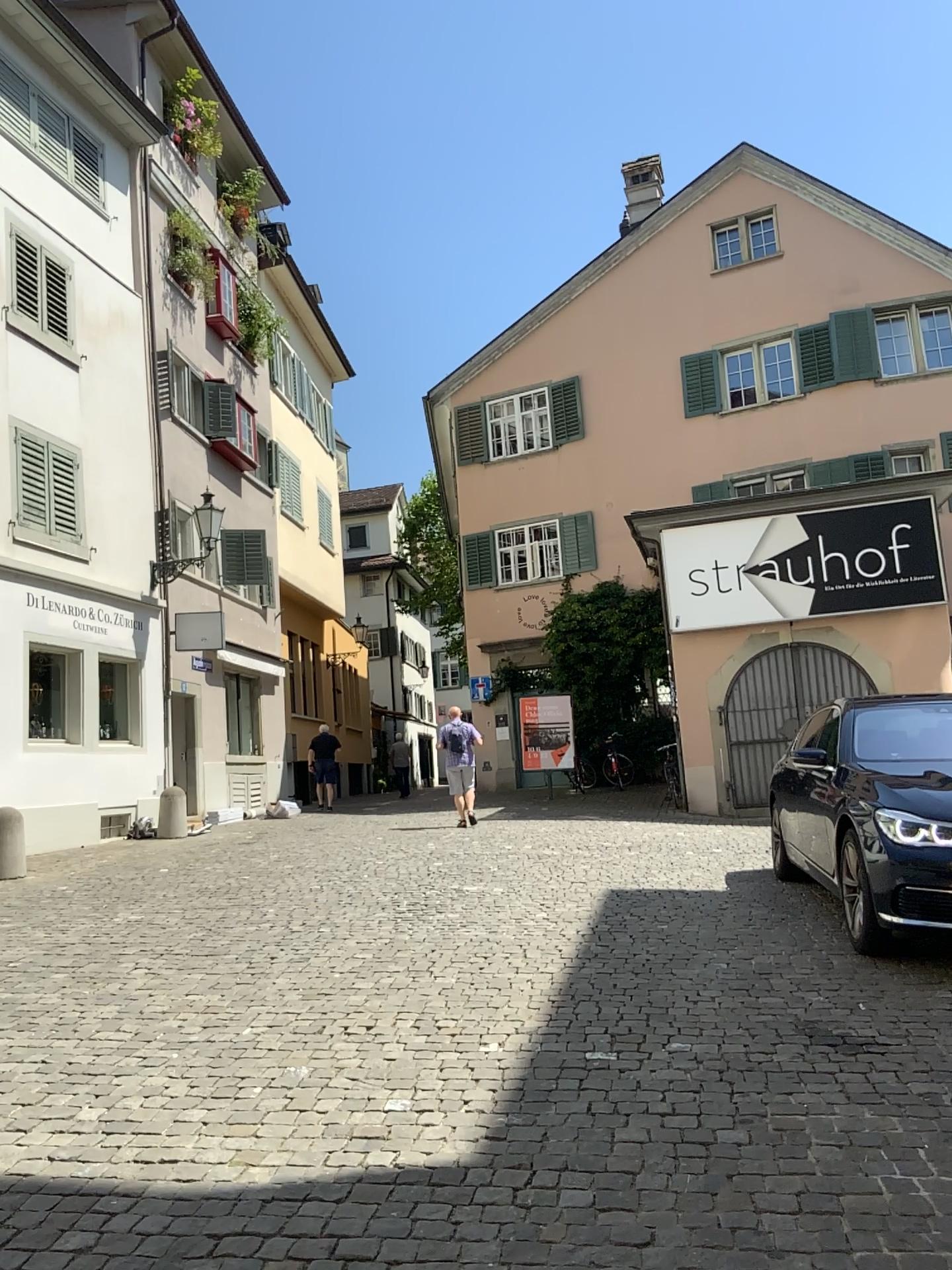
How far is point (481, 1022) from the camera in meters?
4.7
